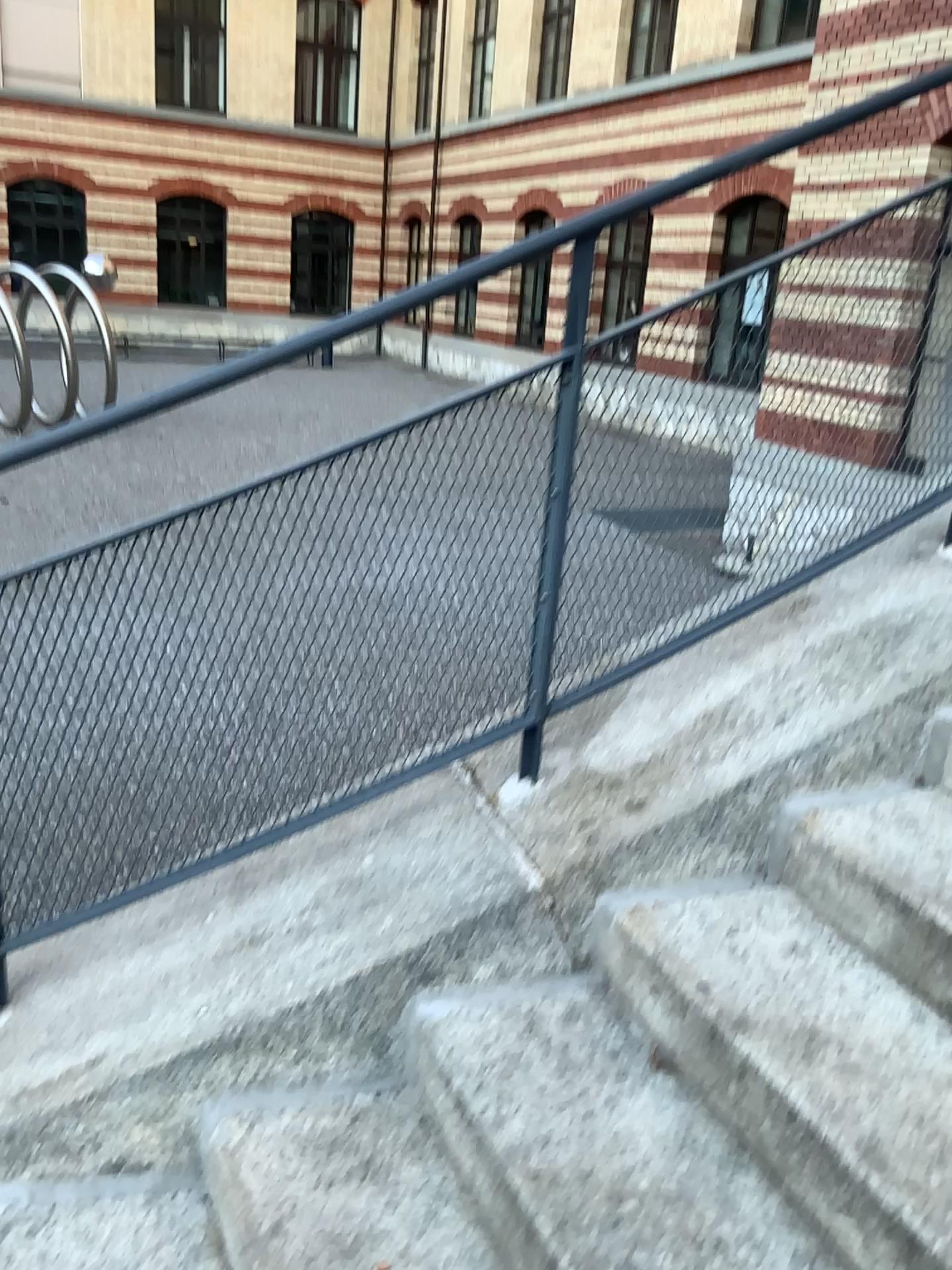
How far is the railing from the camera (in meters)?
1.74

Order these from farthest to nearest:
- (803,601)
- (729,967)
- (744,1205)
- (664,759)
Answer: (803,601), (664,759), (729,967), (744,1205)

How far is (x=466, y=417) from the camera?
1.74m
